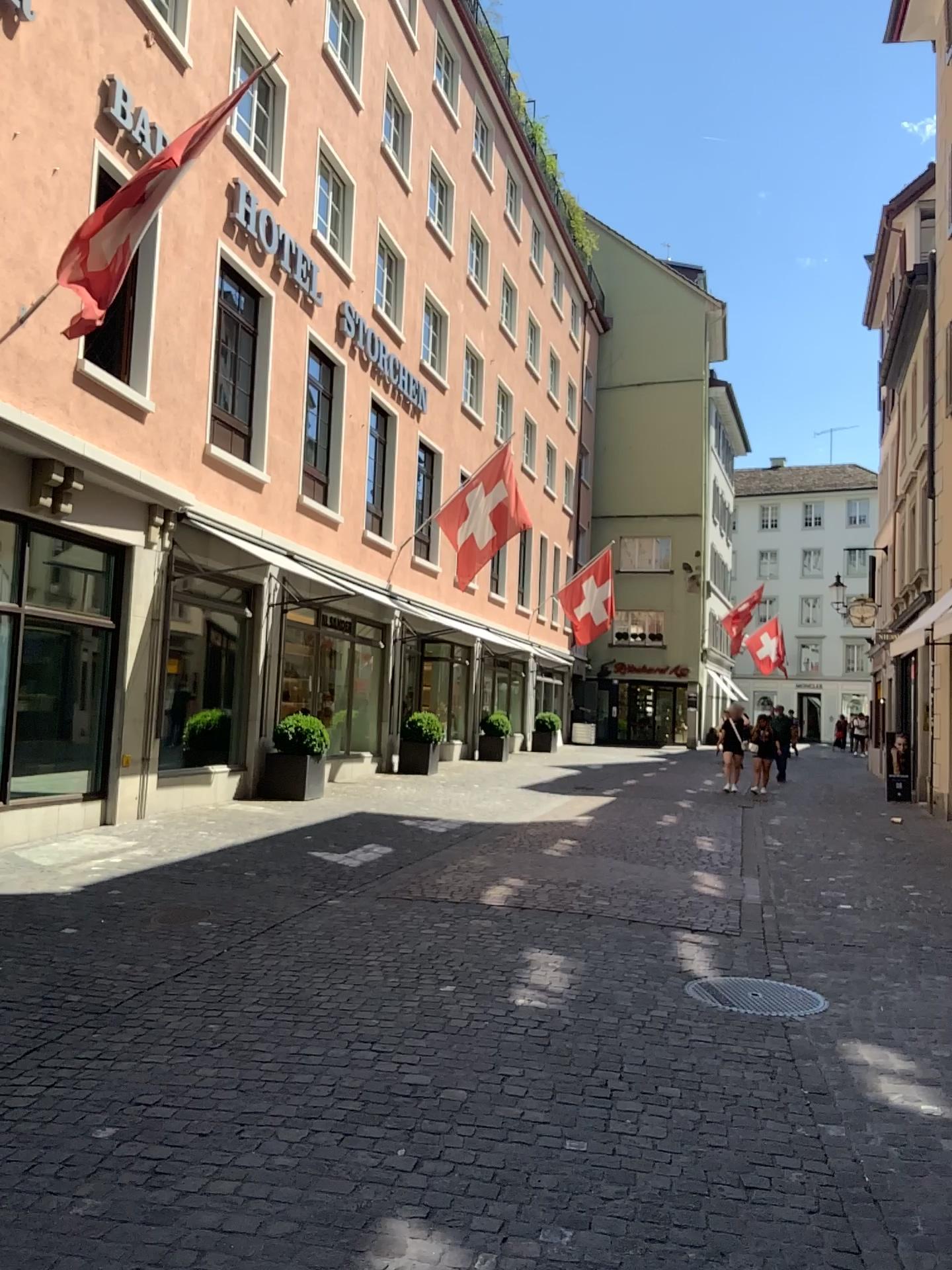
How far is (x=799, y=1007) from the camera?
5.02m

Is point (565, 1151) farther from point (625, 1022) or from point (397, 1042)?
point (625, 1022)

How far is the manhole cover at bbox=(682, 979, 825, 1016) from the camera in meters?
5.0 m
